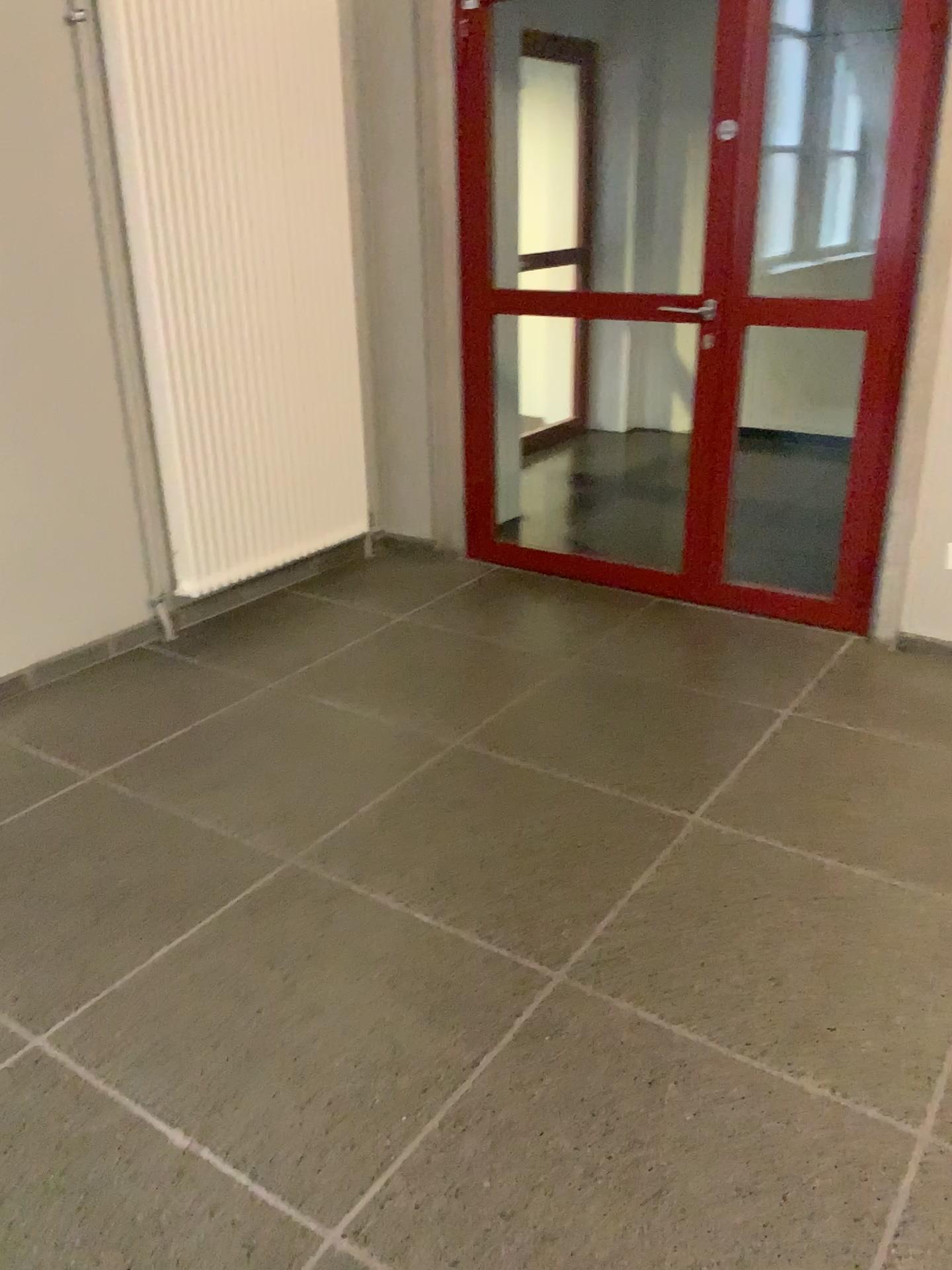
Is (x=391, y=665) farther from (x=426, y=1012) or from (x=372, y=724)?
(x=426, y=1012)
